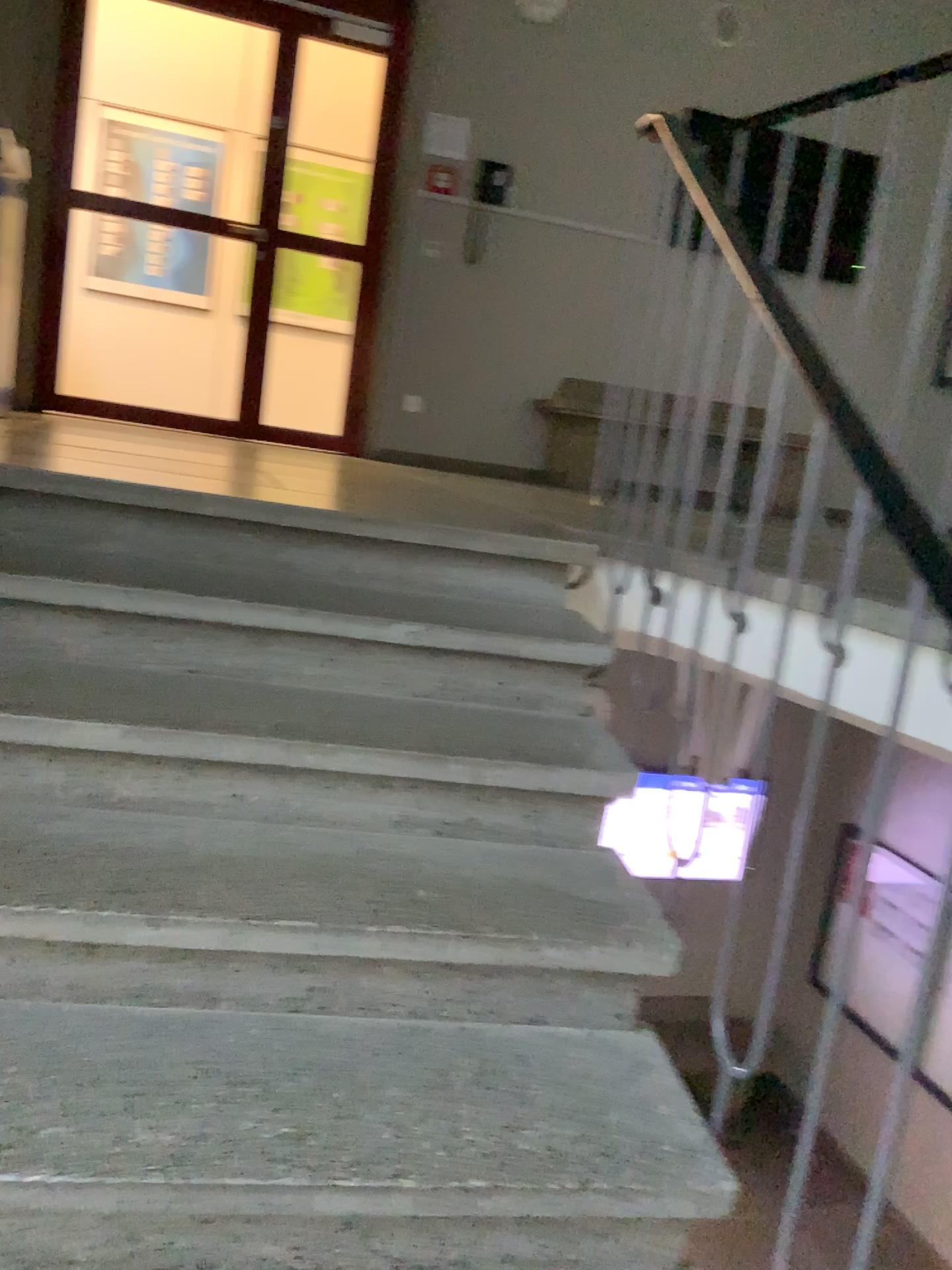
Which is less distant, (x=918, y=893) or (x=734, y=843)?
(x=918, y=893)

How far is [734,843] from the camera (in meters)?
1.56

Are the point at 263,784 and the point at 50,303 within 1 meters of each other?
no

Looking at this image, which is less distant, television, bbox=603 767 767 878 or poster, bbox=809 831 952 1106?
poster, bbox=809 831 952 1106

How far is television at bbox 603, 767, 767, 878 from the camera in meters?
1.6
